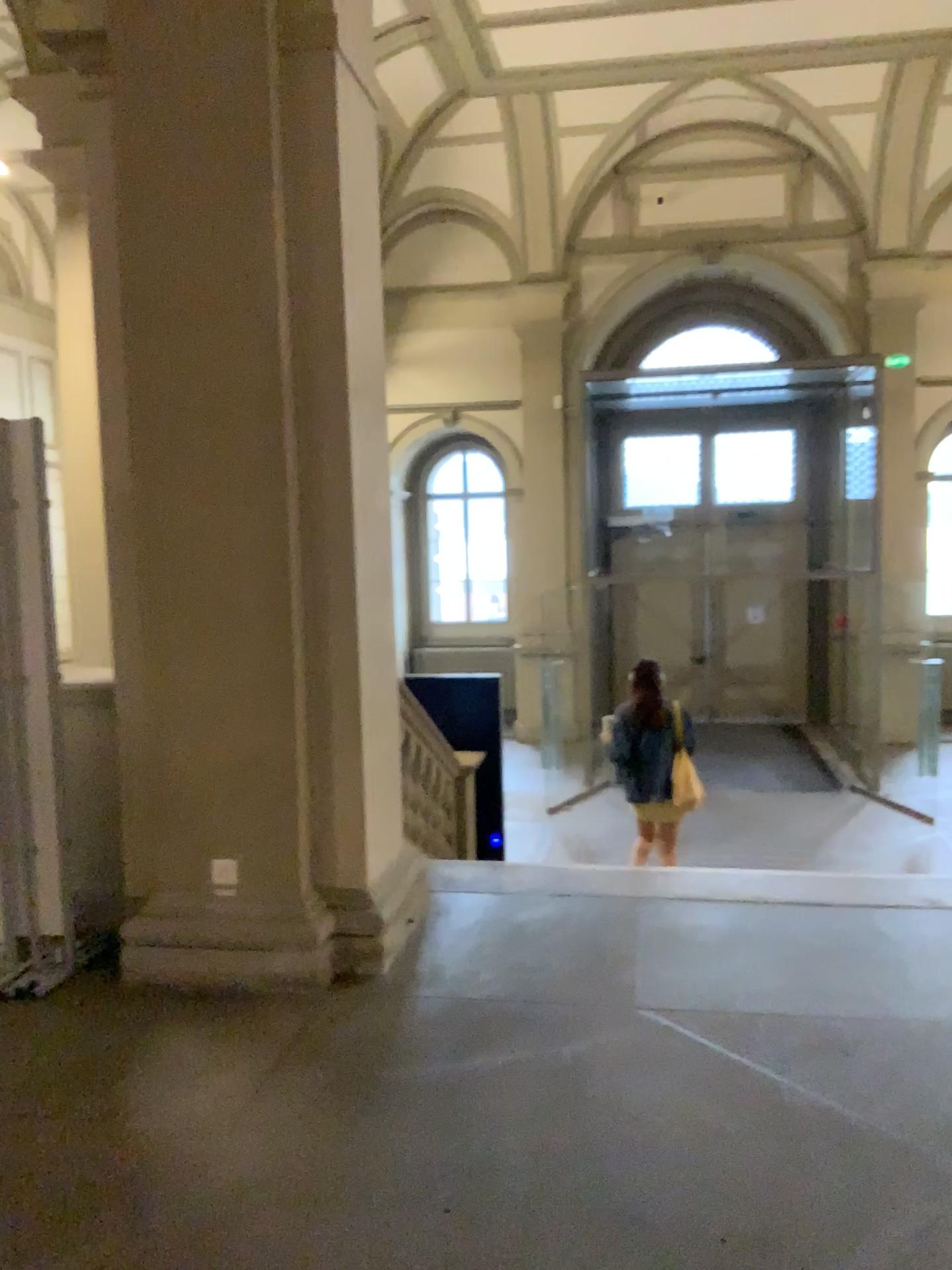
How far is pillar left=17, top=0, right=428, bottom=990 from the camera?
3.45m

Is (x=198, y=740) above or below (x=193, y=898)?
above

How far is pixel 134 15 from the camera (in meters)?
3.45
